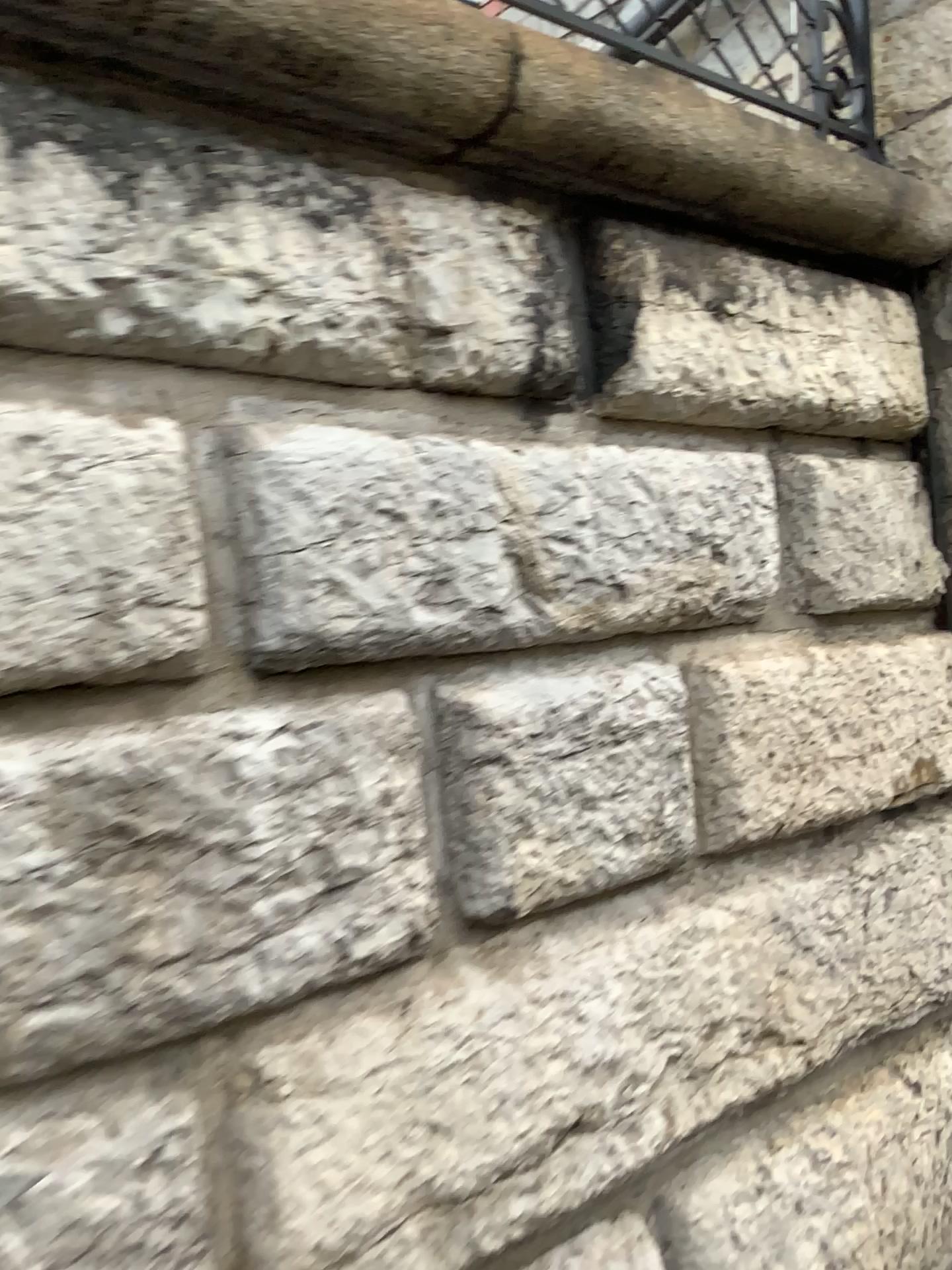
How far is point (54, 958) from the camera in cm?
122
